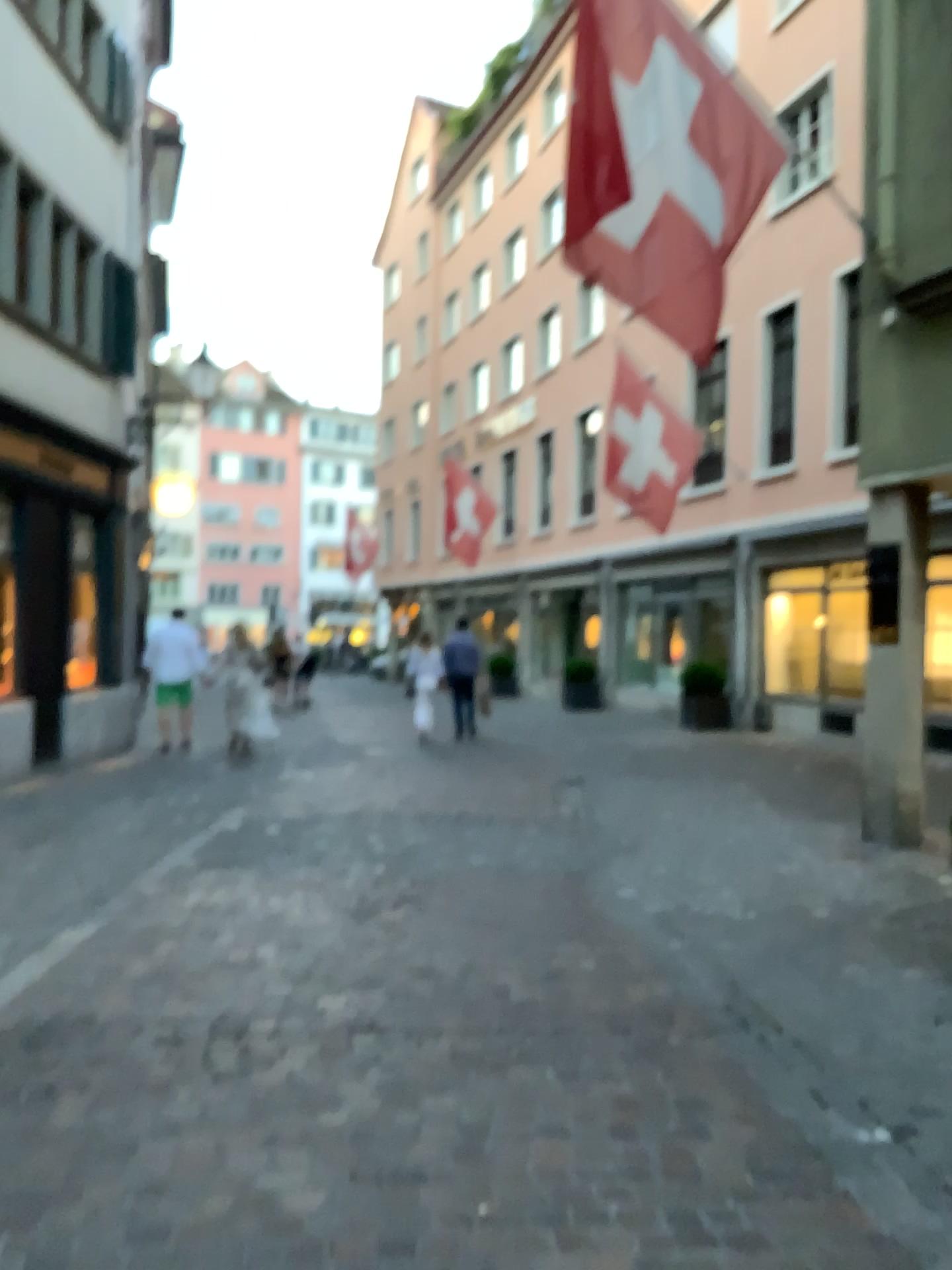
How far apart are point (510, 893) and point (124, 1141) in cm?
285
